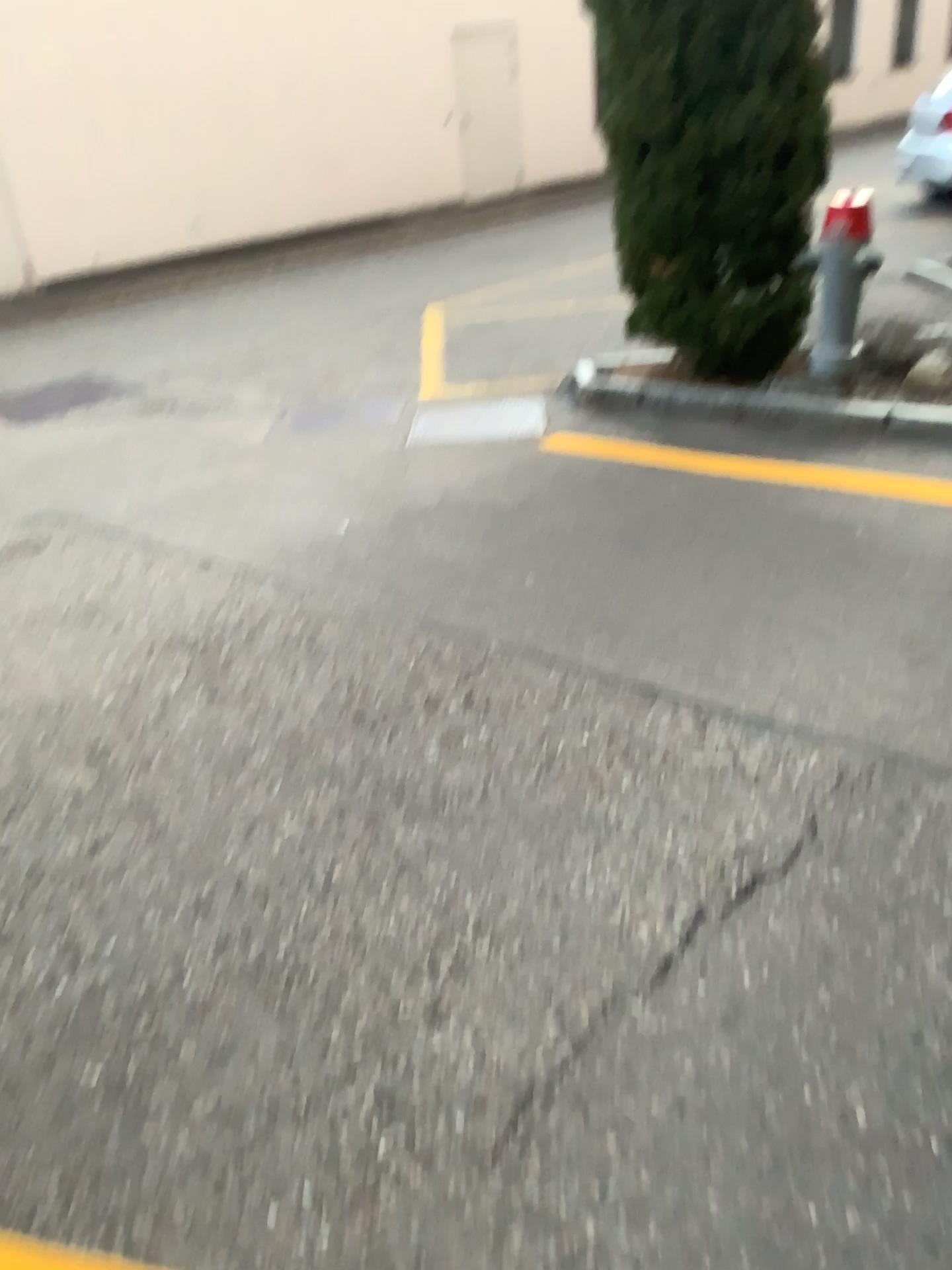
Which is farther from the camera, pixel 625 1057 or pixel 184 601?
pixel 184 601
